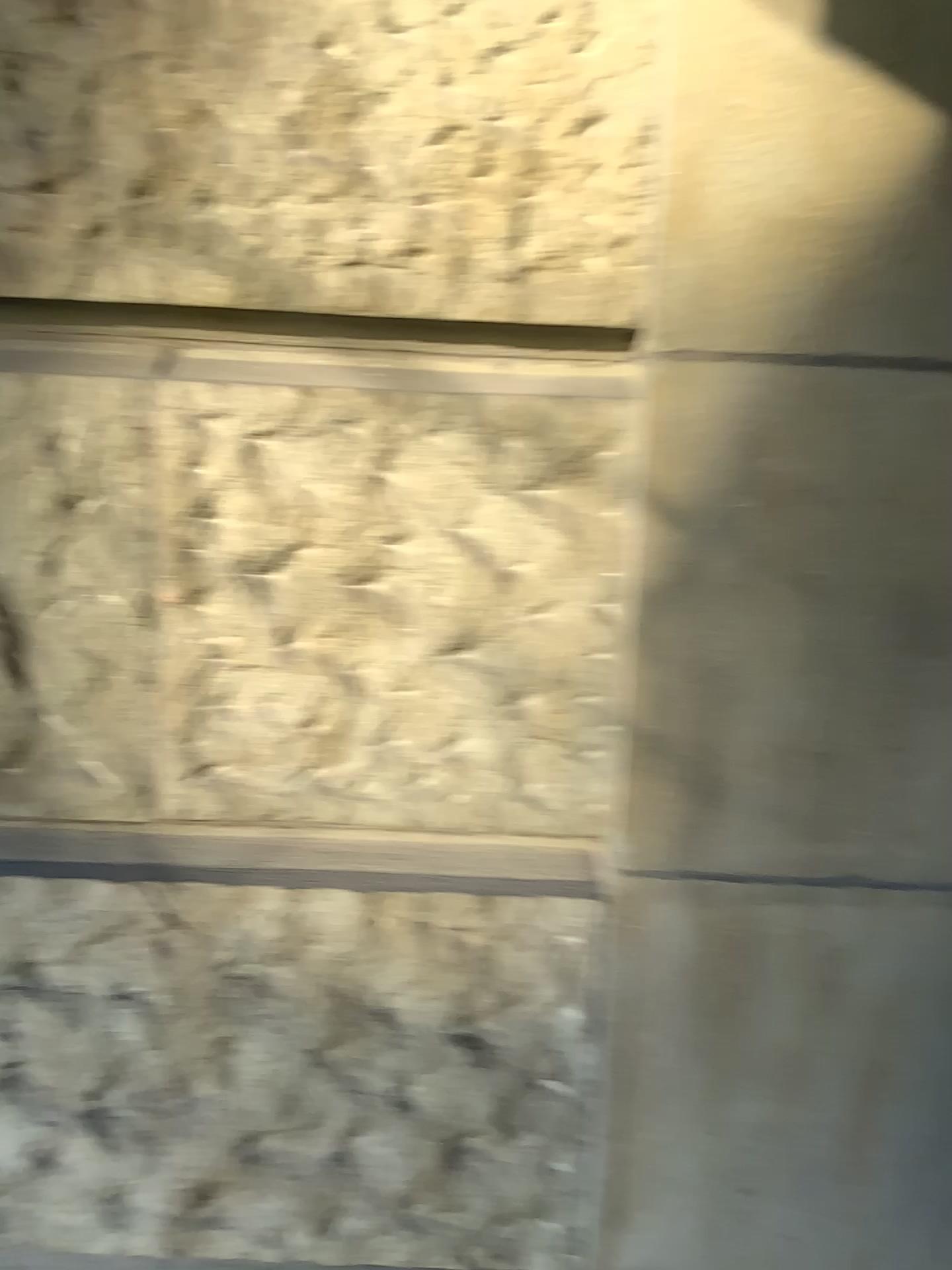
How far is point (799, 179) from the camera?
0.9m
